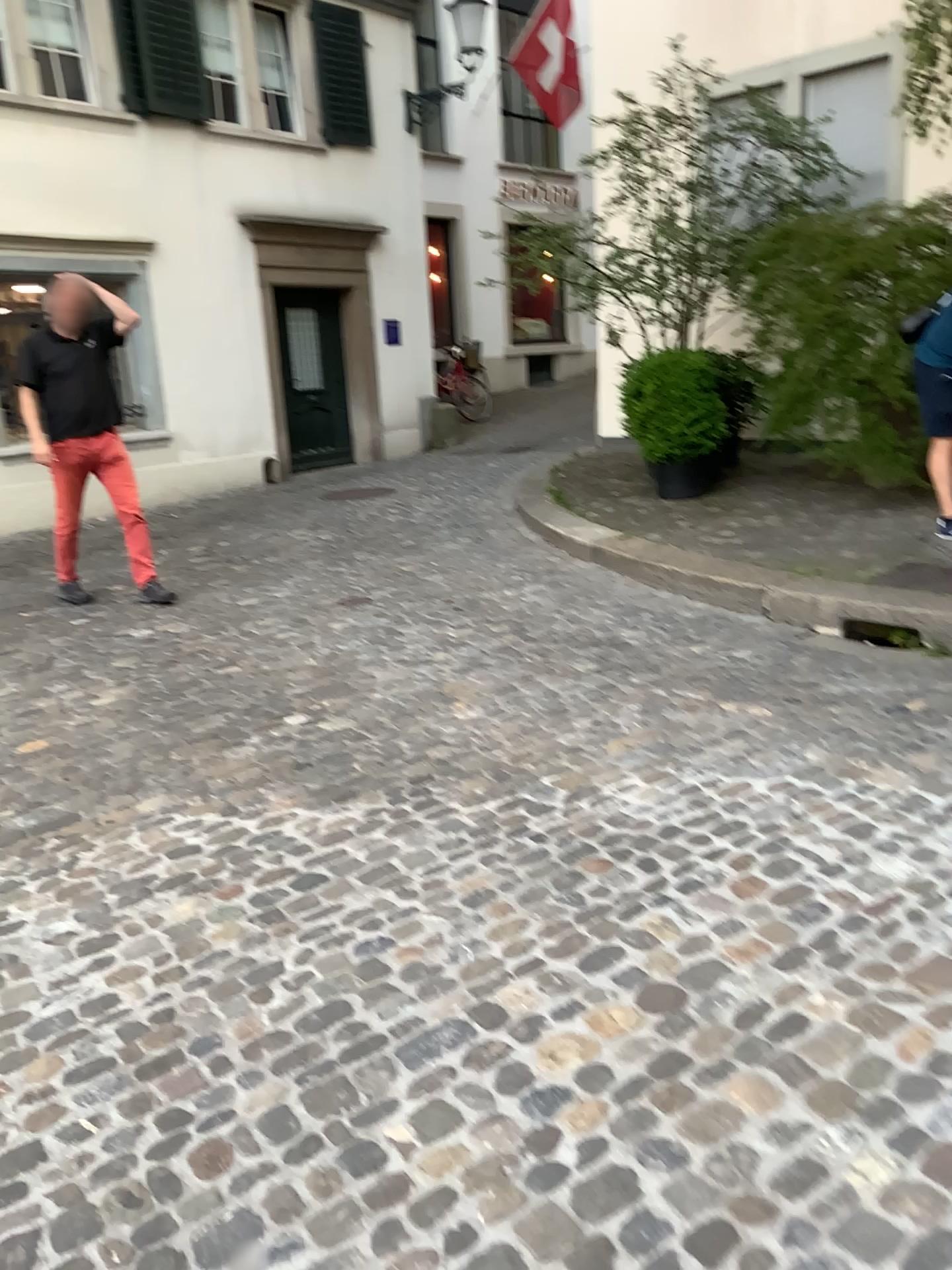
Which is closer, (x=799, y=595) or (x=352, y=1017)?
(x=352, y=1017)
